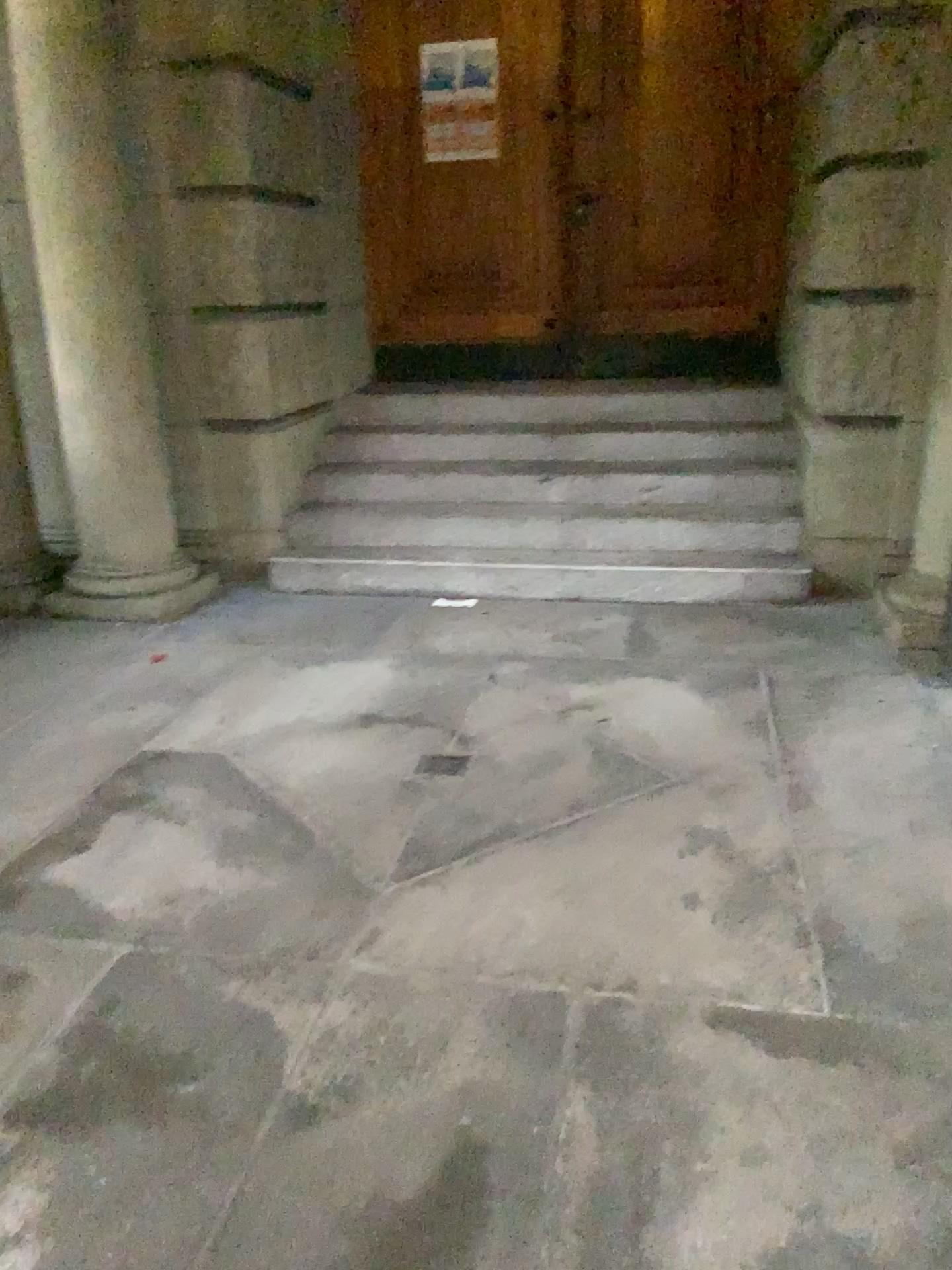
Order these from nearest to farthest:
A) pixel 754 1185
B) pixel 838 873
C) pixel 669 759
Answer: pixel 754 1185 → pixel 838 873 → pixel 669 759

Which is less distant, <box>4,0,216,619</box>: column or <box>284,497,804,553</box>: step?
<box>4,0,216,619</box>: column

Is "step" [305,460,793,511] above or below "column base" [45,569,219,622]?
above

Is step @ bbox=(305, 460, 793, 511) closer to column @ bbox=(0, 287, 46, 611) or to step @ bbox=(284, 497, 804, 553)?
step @ bbox=(284, 497, 804, 553)

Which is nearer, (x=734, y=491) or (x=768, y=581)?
(x=768, y=581)

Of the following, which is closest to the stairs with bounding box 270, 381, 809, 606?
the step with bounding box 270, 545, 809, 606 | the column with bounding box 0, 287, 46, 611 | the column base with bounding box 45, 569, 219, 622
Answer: the step with bounding box 270, 545, 809, 606

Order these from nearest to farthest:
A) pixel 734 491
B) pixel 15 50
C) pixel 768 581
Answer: pixel 15 50 → pixel 768 581 → pixel 734 491

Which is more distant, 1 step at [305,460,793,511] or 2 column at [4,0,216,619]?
1 step at [305,460,793,511]

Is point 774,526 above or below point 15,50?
below

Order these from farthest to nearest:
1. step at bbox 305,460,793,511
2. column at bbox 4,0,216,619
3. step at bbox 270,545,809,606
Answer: step at bbox 305,460,793,511 → step at bbox 270,545,809,606 → column at bbox 4,0,216,619
